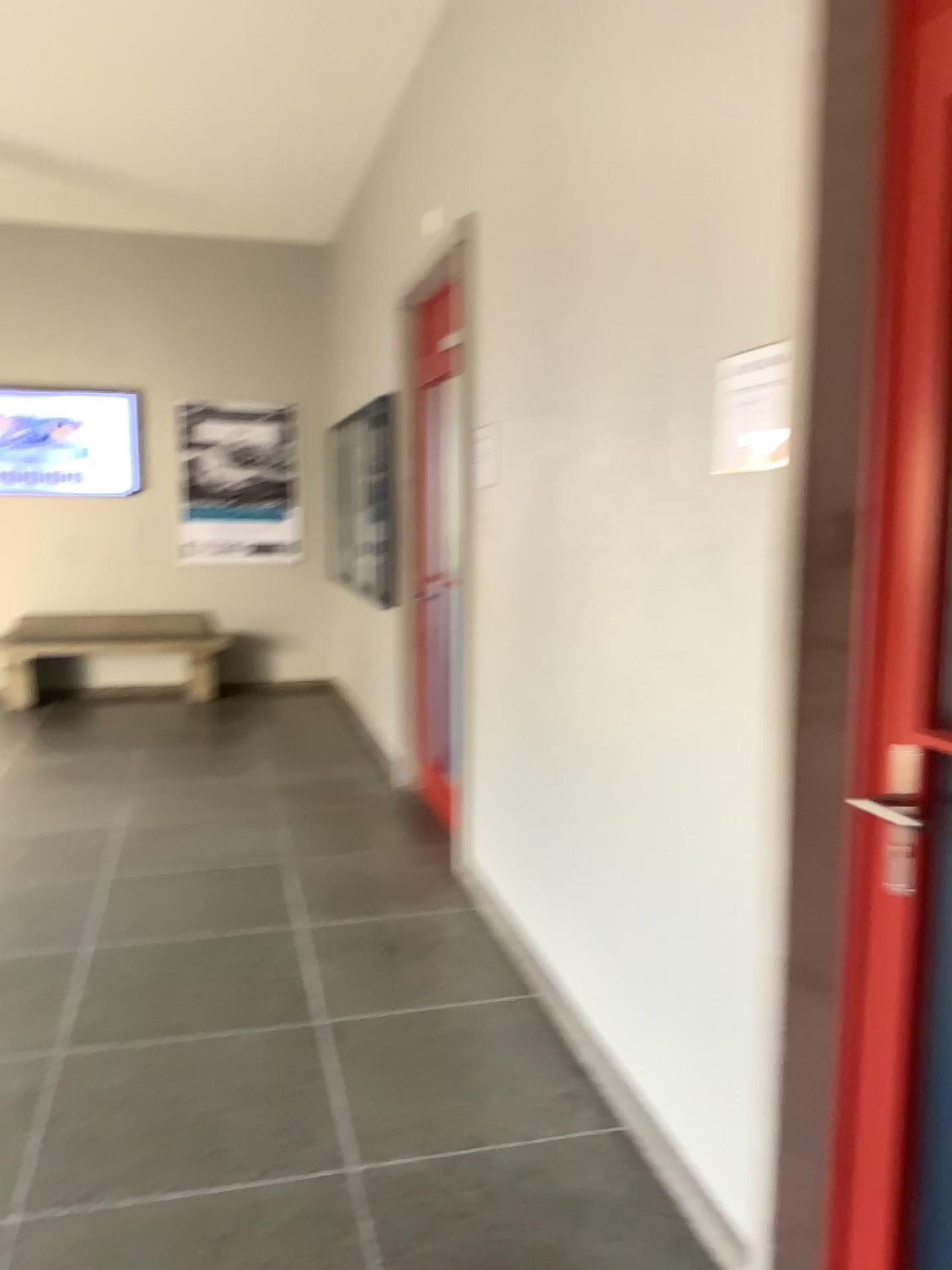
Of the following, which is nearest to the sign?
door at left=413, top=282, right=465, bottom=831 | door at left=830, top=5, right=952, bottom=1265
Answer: door at left=830, top=5, right=952, bottom=1265

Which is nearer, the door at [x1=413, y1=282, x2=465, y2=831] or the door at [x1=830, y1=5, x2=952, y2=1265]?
the door at [x1=830, y1=5, x2=952, y2=1265]

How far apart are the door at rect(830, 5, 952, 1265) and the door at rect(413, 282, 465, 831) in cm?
281

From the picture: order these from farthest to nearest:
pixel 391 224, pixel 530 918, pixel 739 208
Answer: pixel 391 224 < pixel 530 918 < pixel 739 208

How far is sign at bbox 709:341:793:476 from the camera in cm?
177

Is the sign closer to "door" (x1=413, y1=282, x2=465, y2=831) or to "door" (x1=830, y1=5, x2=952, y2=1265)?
"door" (x1=830, y1=5, x2=952, y2=1265)

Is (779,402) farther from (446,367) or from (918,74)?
(446,367)

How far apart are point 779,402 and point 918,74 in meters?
0.5

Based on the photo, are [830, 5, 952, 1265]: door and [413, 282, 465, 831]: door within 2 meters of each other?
no

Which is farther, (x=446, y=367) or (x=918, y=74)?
(x=446, y=367)
